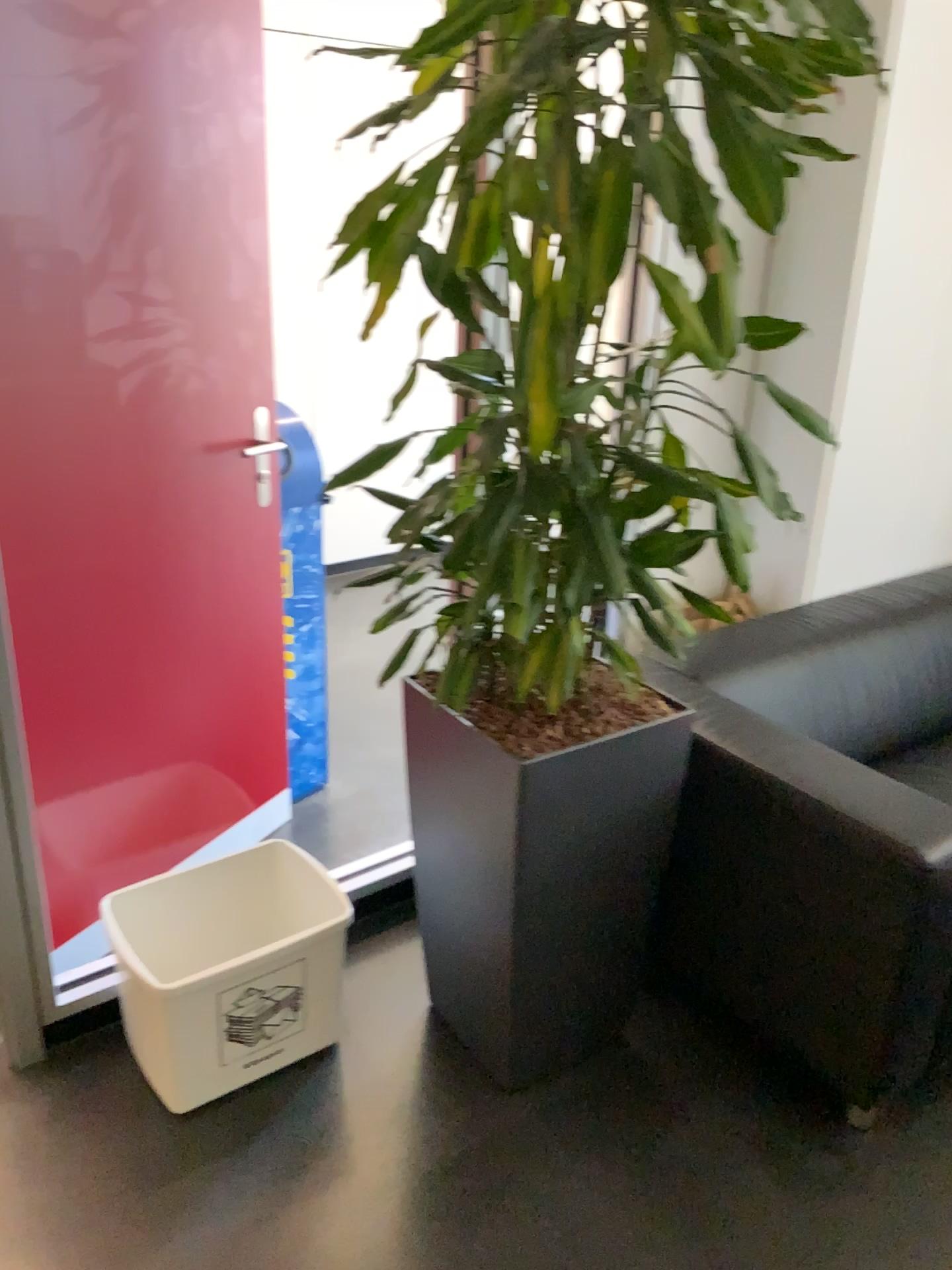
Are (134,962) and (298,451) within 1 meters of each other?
no

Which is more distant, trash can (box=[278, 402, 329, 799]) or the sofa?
trash can (box=[278, 402, 329, 799])

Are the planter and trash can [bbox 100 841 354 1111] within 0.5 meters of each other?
yes

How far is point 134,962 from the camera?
1.9m

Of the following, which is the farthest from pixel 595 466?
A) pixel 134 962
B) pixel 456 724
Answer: pixel 134 962

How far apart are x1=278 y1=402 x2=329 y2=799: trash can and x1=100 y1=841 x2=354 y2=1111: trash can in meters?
0.6 m

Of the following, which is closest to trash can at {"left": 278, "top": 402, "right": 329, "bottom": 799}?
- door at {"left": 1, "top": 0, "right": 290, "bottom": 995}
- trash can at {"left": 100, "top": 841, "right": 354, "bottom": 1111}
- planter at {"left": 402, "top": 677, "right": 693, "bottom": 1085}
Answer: door at {"left": 1, "top": 0, "right": 290, "bottom": 995}

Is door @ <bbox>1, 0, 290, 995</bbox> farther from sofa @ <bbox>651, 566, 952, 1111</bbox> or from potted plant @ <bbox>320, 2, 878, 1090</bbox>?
sofa @ <bbox>651, 566, 952, 1111</bbox>

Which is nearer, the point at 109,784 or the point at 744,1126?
the point at 744,1126

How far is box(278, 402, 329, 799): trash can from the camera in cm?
271
